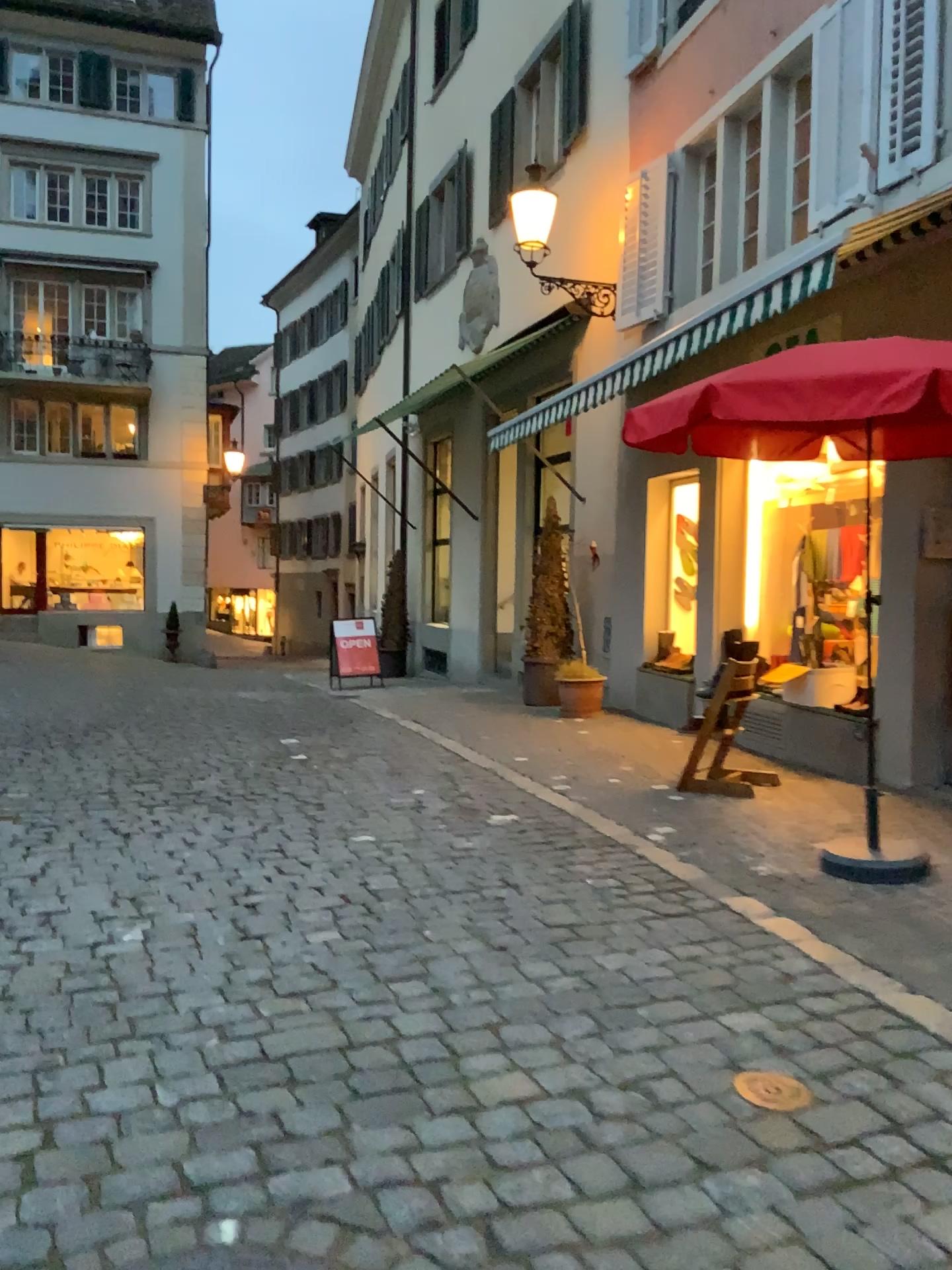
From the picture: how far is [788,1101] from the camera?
2.54m

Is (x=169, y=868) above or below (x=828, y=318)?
below

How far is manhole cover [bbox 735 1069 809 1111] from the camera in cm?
254
